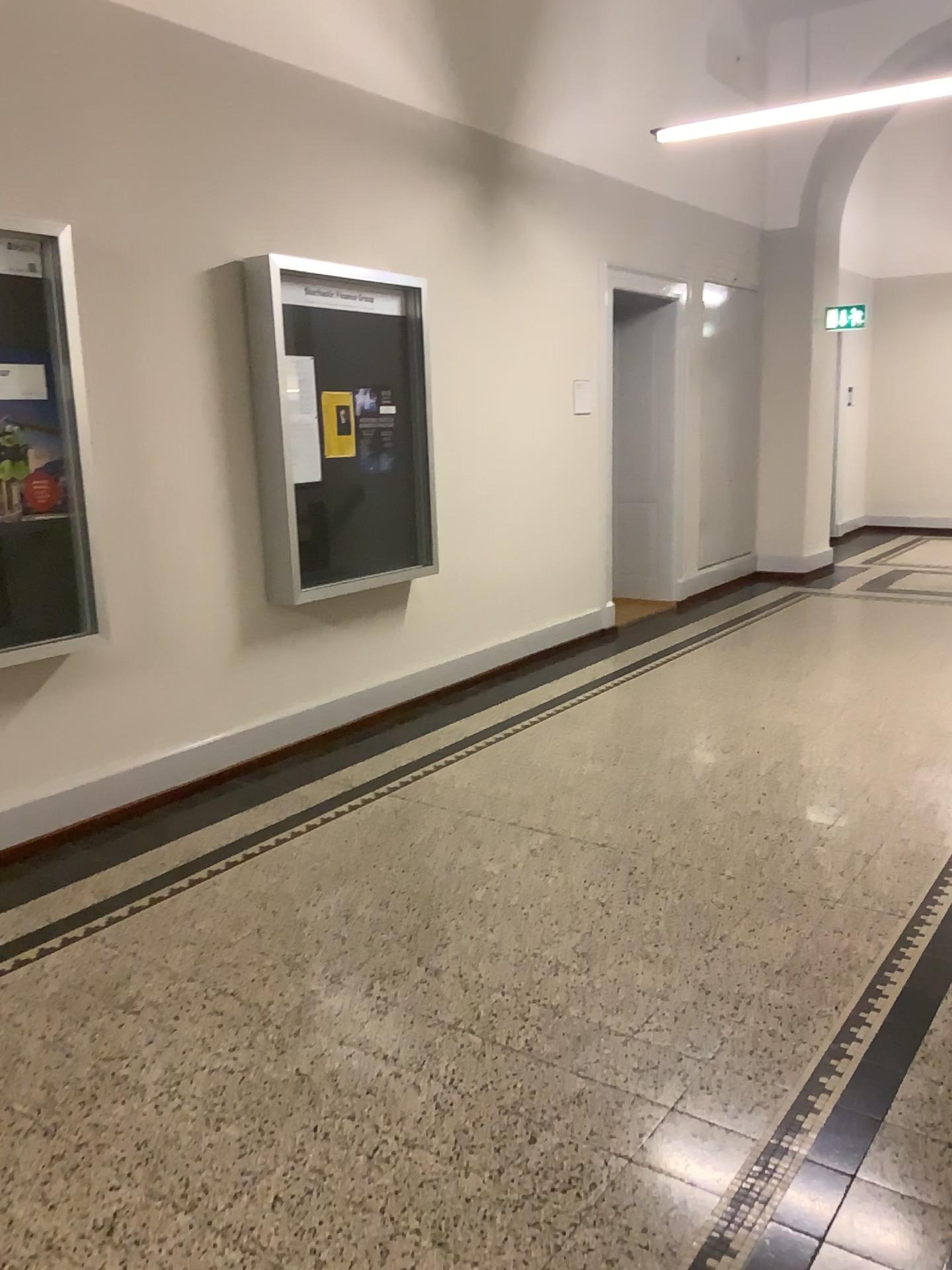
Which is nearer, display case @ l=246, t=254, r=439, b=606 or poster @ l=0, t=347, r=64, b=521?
poster @ l=0, t=347, r=64, b=521

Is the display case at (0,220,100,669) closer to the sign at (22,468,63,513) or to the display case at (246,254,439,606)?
the sign at (22,468,63,513)

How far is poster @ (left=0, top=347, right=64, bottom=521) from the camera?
3.6 meters

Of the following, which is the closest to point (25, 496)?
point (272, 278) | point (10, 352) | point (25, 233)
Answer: point (10, 352)

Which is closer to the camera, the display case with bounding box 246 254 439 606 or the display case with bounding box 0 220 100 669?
the display case with bounding box 0 220 100 669

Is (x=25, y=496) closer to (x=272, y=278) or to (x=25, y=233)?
(x=25, y=233)

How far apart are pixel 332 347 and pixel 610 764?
2.4m

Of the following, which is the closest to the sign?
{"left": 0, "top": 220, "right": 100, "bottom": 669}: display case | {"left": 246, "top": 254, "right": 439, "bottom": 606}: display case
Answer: {"left": 0, "top": 220, "right": 100, "bottom": 669}: display case

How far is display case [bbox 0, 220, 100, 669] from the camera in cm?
361

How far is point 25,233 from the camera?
3.61m
